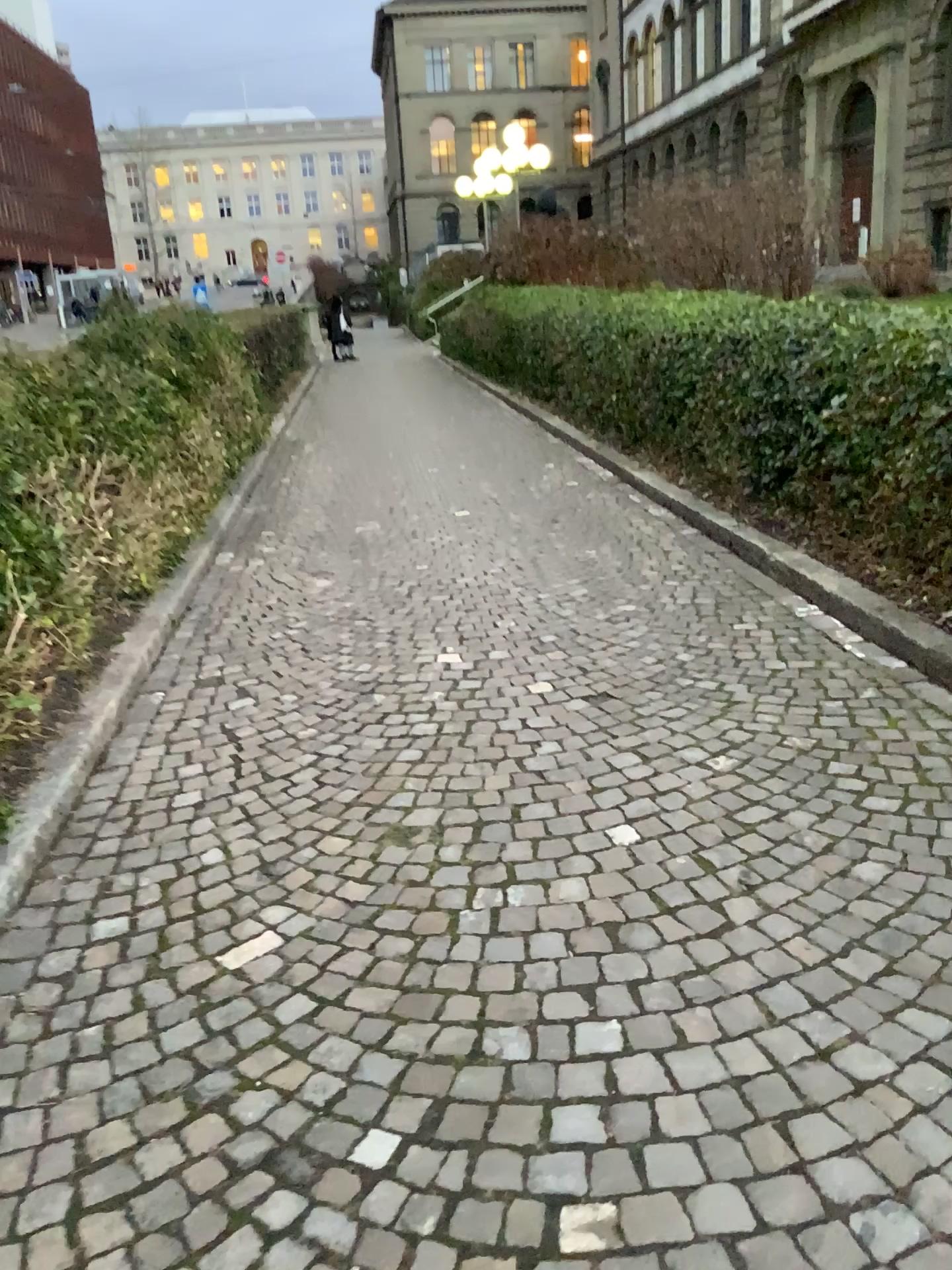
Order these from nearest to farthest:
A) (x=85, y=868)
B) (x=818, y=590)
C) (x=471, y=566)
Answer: (x=85, y=868) < (x=818, y=590) < (x=471, y=566)
